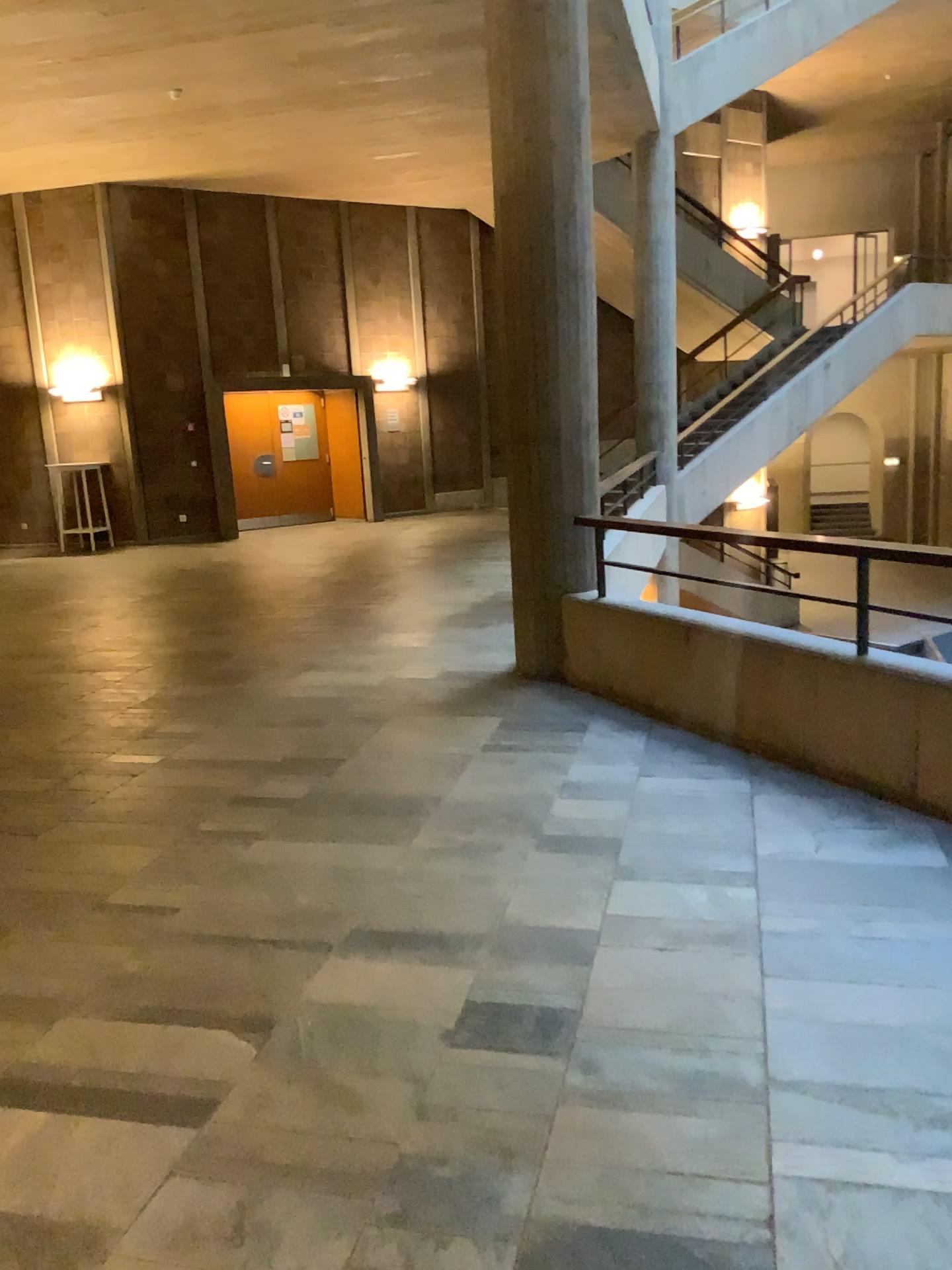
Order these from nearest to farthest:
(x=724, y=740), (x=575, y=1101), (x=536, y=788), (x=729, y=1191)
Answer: (x=729, y=1191) → (x=575, y=1101) → (x=536, y=788) → (x=724, y=740)
